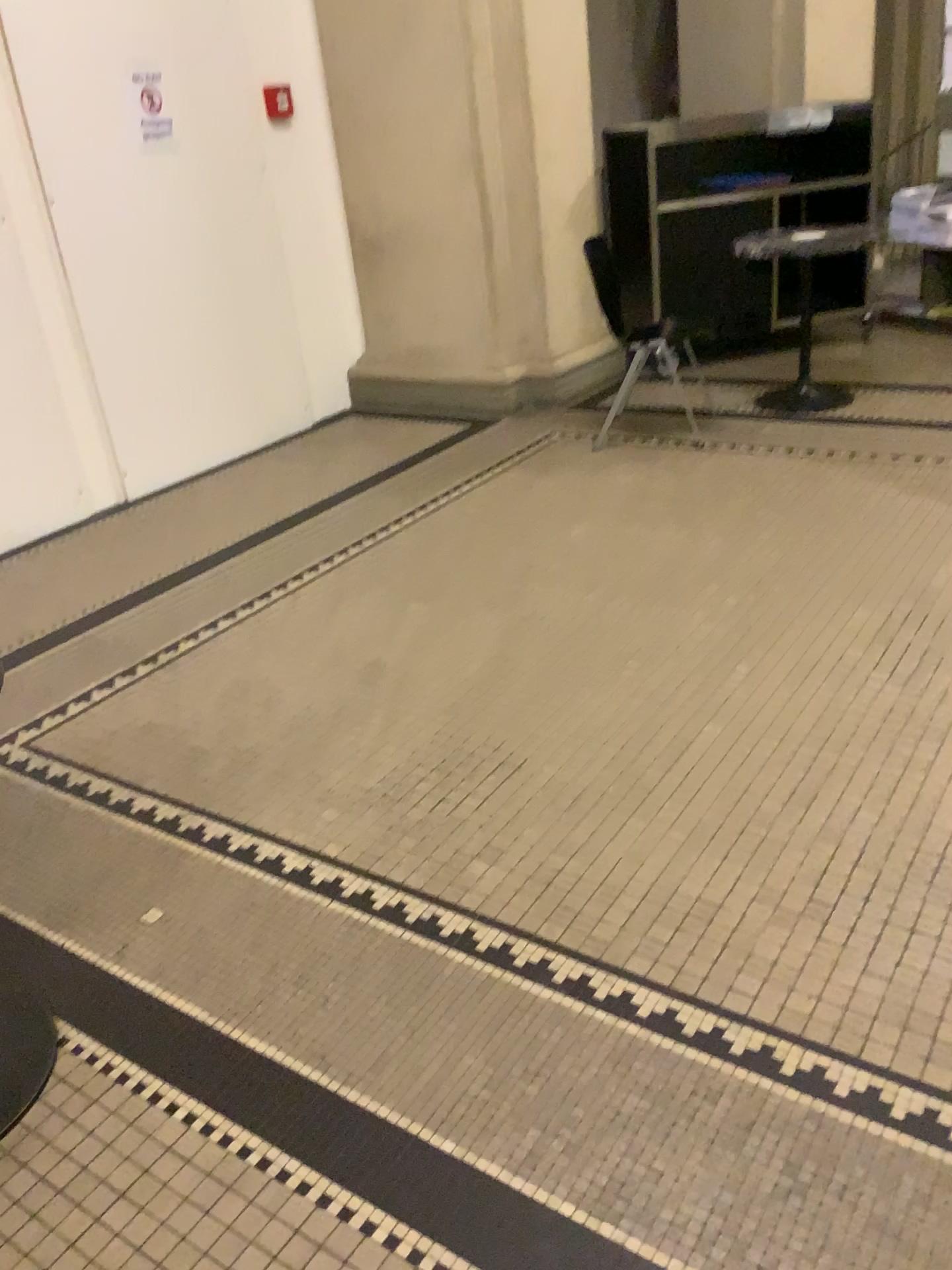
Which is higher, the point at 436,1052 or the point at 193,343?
the point at 193,343

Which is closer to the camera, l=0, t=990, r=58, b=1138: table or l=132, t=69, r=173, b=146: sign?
l=0, t=990, r=58, b=1138: table

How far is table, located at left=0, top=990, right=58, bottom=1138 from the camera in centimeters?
175cm

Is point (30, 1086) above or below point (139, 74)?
below

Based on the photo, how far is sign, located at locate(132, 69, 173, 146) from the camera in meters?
4.3

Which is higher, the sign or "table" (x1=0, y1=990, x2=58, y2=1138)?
the sign

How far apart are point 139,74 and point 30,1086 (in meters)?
4.02

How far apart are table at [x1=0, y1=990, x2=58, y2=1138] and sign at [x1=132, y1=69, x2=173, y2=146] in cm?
369

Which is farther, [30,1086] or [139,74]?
[139,74]
